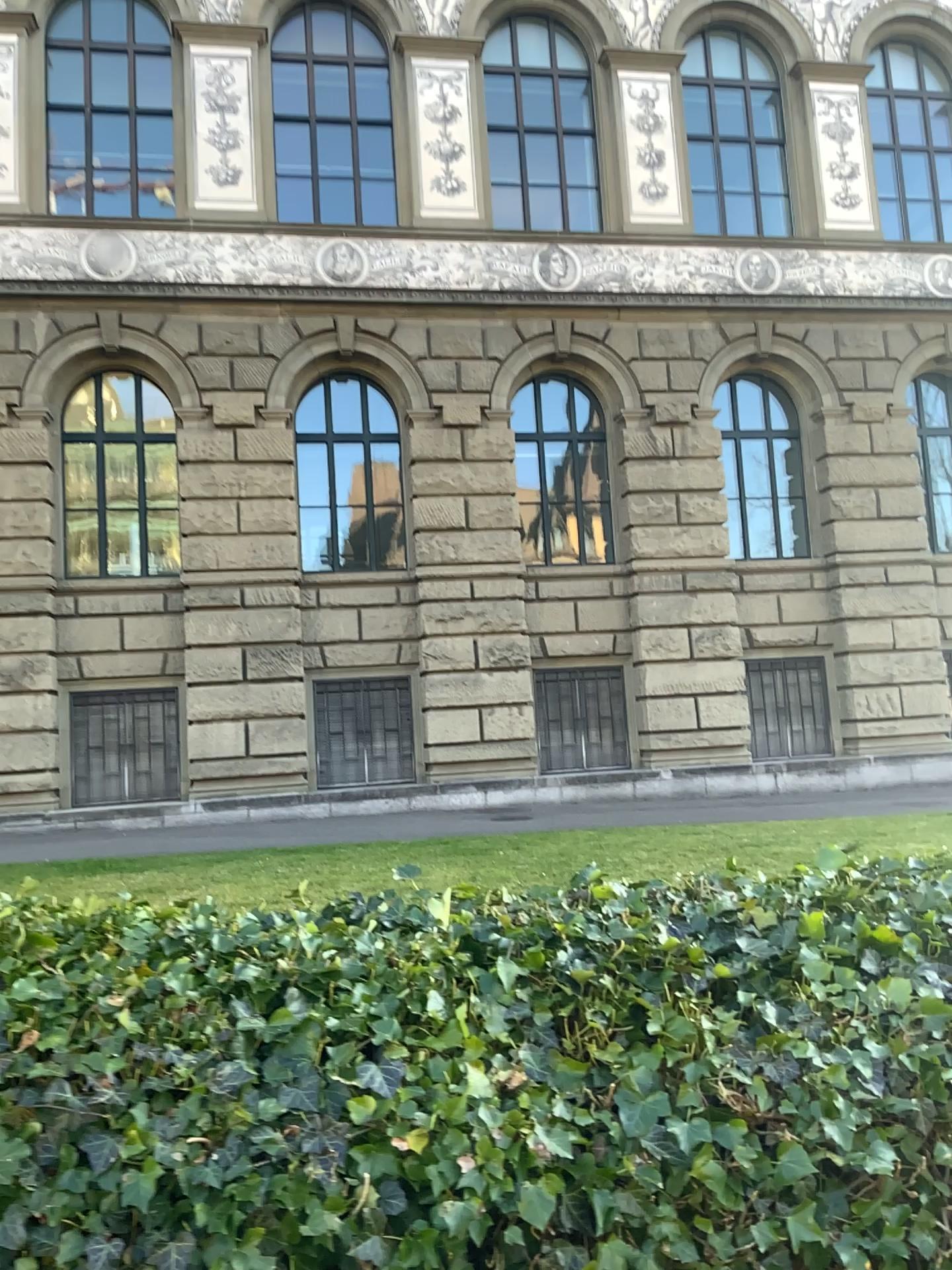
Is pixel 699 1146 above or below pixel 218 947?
below
